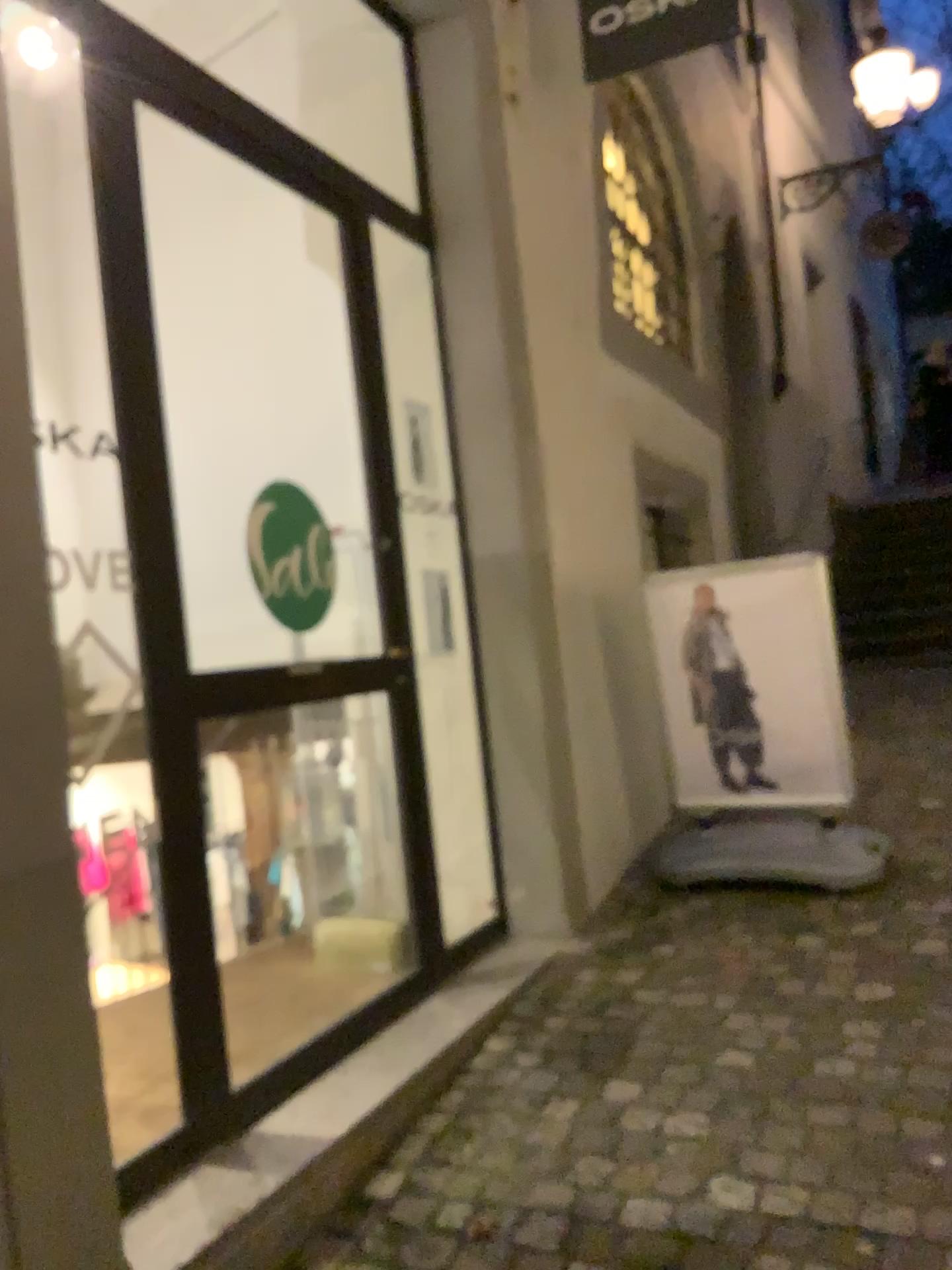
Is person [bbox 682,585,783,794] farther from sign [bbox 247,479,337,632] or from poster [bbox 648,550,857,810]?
sign [bbox 247,479,337,632]

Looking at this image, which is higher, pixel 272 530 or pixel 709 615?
pixel 272 530

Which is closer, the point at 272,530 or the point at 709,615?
the point at 272,530

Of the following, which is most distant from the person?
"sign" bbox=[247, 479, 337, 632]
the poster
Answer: "sign" bbox=[247, 479, 337, 632]

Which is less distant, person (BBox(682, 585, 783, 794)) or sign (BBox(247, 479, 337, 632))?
sign (BBox(247, 479, 337, 632))

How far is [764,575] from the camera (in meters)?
3.75

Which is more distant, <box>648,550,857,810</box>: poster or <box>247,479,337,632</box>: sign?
<box>648,550,857,810</box>: poster

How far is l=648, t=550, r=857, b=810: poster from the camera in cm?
375

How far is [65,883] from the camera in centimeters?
162cm
